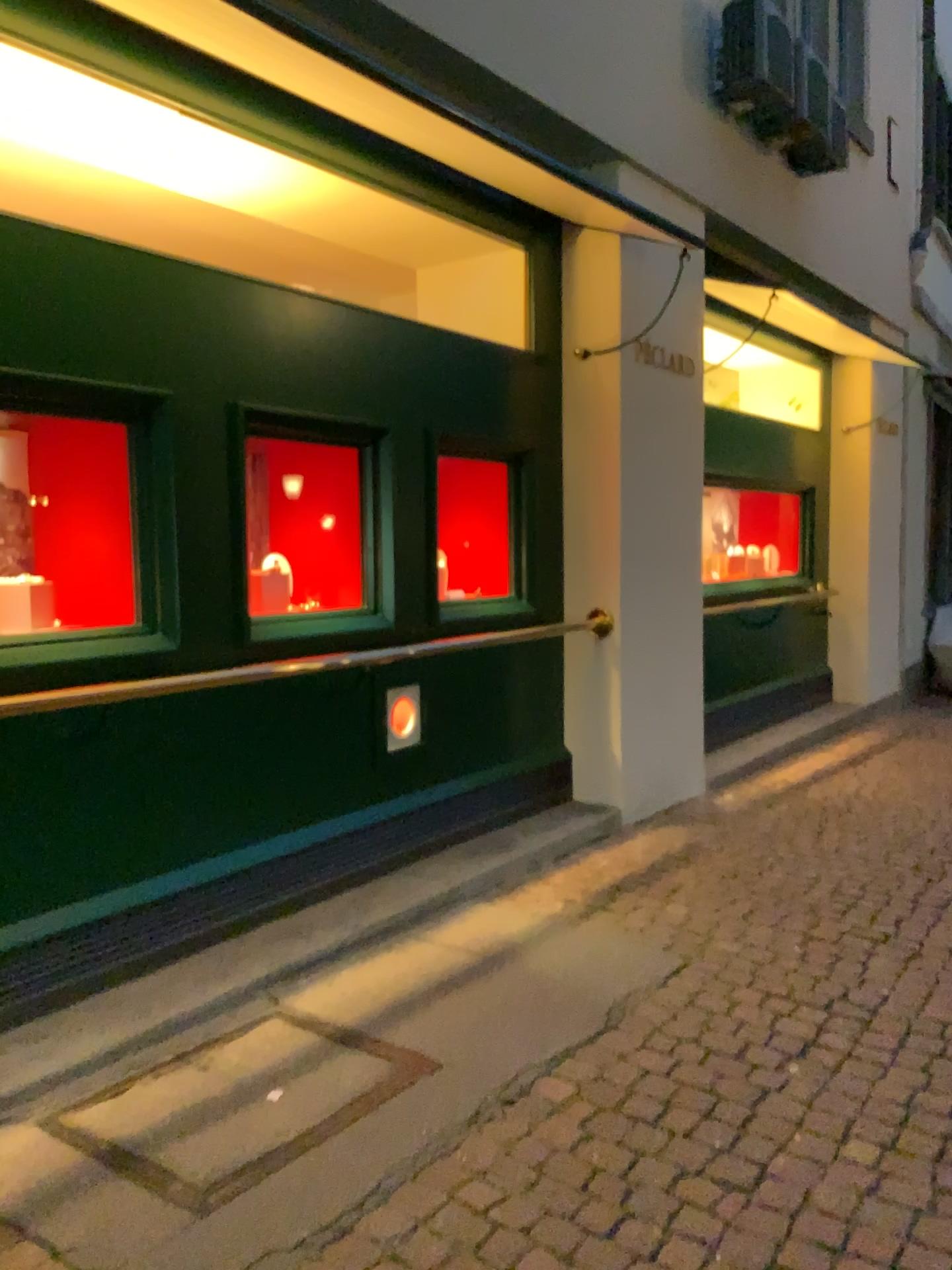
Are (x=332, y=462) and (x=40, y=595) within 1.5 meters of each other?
yes

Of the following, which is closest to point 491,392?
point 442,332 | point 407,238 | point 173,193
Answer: point 442,332

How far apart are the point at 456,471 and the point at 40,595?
1.89m

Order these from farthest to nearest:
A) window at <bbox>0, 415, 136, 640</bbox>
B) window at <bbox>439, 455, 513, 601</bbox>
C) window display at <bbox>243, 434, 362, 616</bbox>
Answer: window at <bbox>439, 455, 513, 601</bbox>
window display at <bbox>243, 434, 362, 616</bbox>
window at <bbox>0, 415, 136, 640</bbox>

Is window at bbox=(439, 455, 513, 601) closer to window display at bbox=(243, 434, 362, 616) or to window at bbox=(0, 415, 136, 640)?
window display at bbox=(243, 434, 362, 616)

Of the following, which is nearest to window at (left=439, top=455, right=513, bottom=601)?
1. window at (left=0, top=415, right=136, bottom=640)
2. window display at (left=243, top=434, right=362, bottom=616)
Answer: window display at (left=243, top=434, right=362, bottom=616)

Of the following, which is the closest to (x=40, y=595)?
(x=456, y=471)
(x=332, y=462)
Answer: A: (x=332, y=462)

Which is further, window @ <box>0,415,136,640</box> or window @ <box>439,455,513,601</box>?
window @ <box>439,455,513,601</box>

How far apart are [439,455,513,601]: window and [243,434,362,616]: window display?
0.52m

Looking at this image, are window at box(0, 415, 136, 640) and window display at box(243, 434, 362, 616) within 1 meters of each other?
yes
